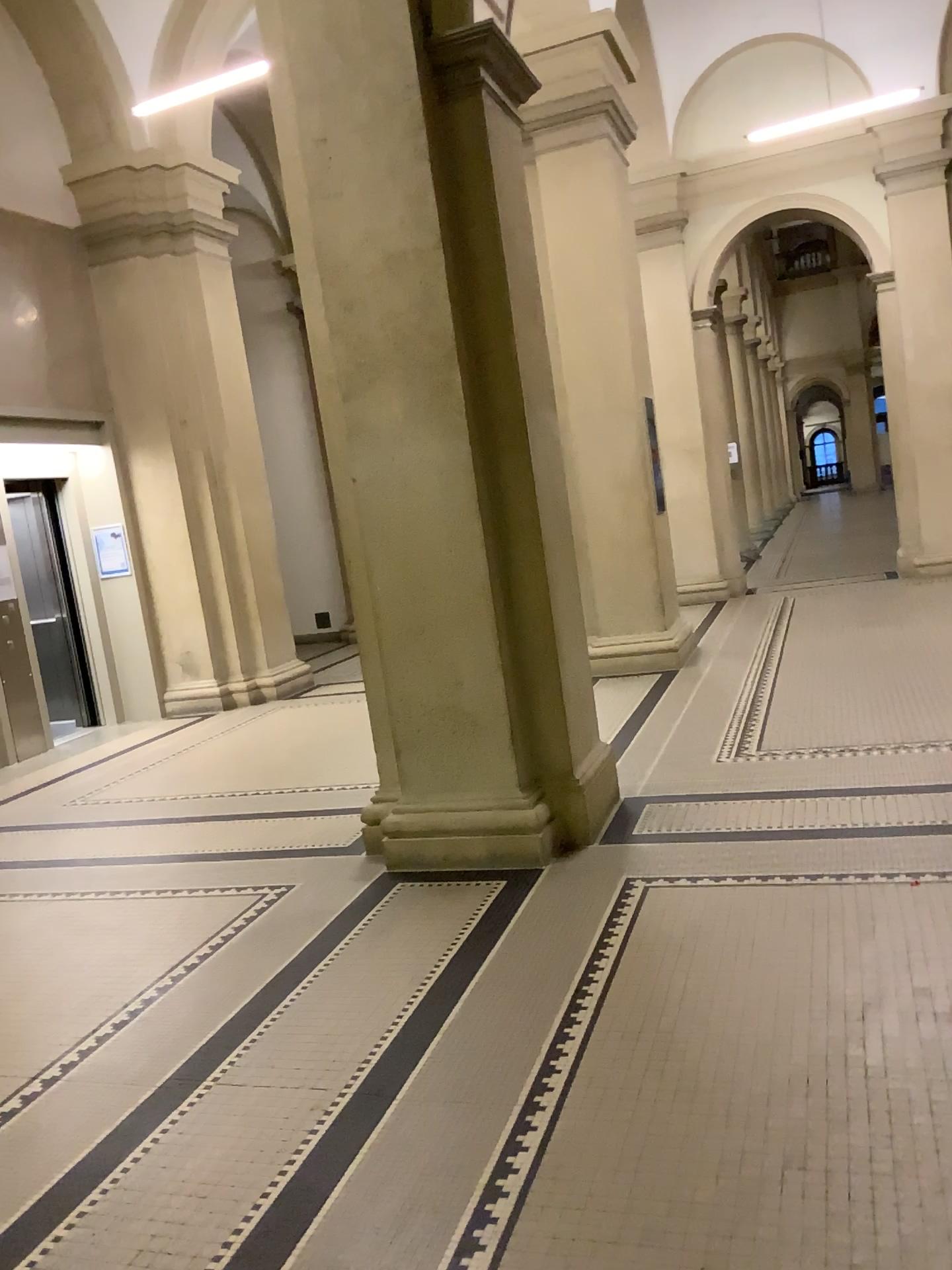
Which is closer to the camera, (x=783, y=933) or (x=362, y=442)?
(x=783, y=933)

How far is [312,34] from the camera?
4.1 meters

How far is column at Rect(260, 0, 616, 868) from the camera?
4.1m
